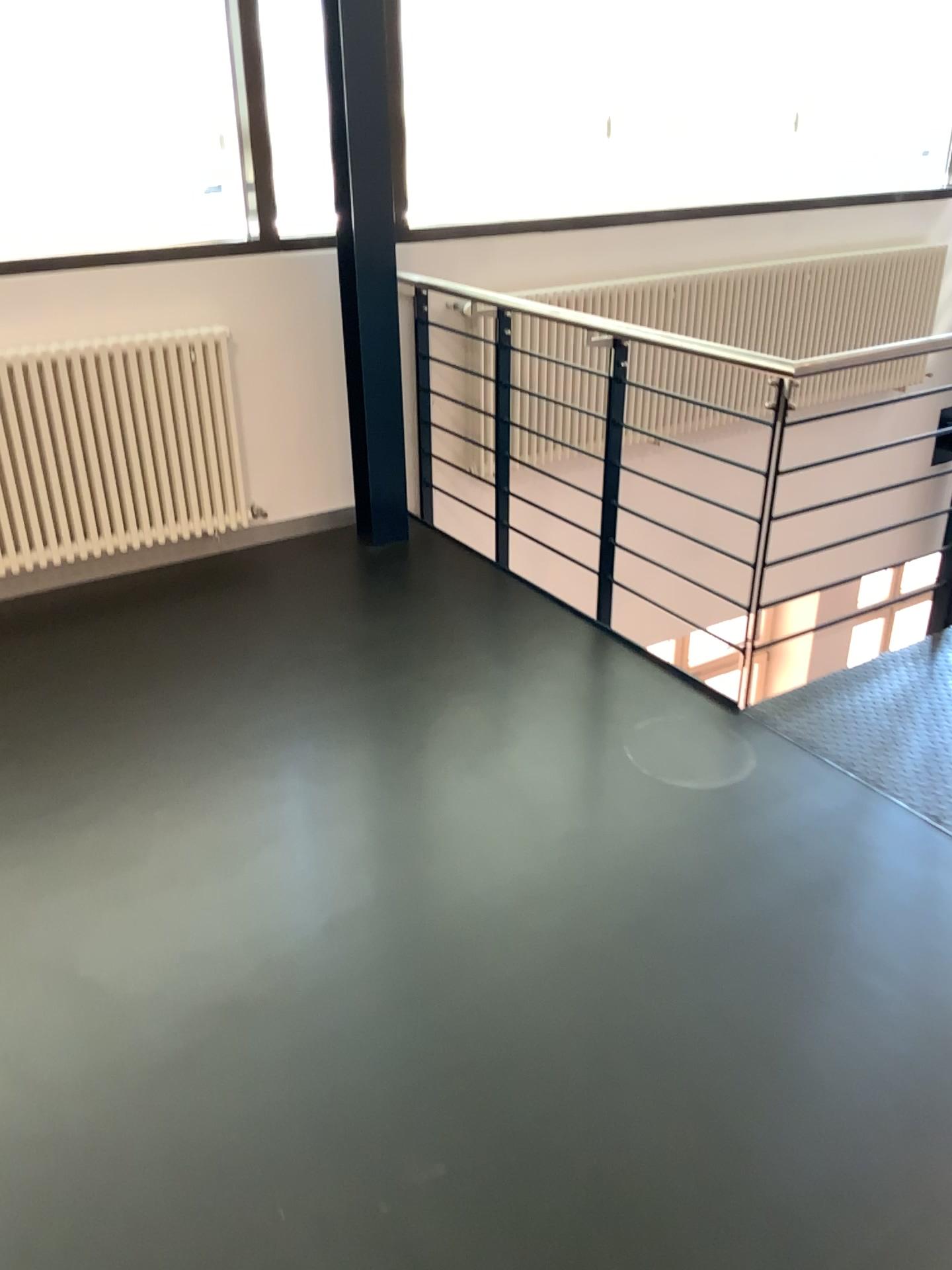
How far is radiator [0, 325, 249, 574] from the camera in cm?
351

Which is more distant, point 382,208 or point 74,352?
point 382,208

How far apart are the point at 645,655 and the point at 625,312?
2.0m

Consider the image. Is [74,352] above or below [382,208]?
below

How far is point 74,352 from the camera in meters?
3.5 m

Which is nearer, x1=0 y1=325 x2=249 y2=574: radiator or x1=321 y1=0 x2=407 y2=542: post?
x1=0 y1=325 x2=249 y2=574: radiator
